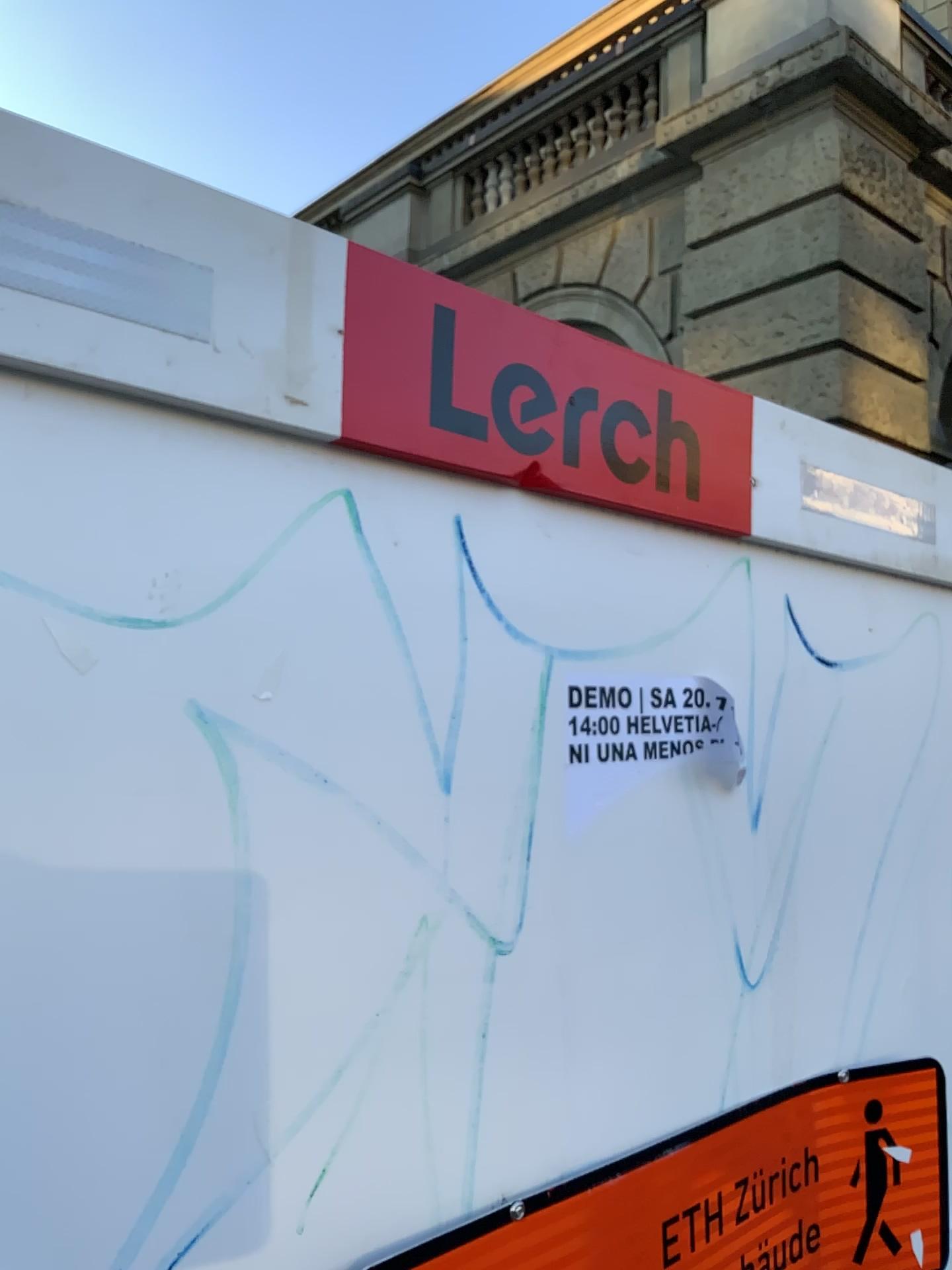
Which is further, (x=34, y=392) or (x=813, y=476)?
(x=813, y=476)

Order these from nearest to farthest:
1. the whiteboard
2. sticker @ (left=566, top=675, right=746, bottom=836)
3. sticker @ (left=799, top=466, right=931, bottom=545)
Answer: the whiteboard < sticker @ (left=566, top=675, right=746, bottom=836) < sticker @ (left=799, top=466, right=931, bottom=545)

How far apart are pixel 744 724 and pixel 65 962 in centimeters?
71cm

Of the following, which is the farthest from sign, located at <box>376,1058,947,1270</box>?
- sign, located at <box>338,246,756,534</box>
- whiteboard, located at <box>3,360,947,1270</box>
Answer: sign, located at <box>338,246,756,534</box>

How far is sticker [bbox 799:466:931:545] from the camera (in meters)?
1.20

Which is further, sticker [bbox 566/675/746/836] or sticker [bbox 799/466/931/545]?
sticker [bbox 799/466/931/545]

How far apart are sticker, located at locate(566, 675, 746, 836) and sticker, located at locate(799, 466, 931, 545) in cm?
26

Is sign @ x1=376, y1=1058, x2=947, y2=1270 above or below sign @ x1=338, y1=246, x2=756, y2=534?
below

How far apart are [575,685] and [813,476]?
0.5m

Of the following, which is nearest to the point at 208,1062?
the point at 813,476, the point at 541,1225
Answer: the point at 541,1225
